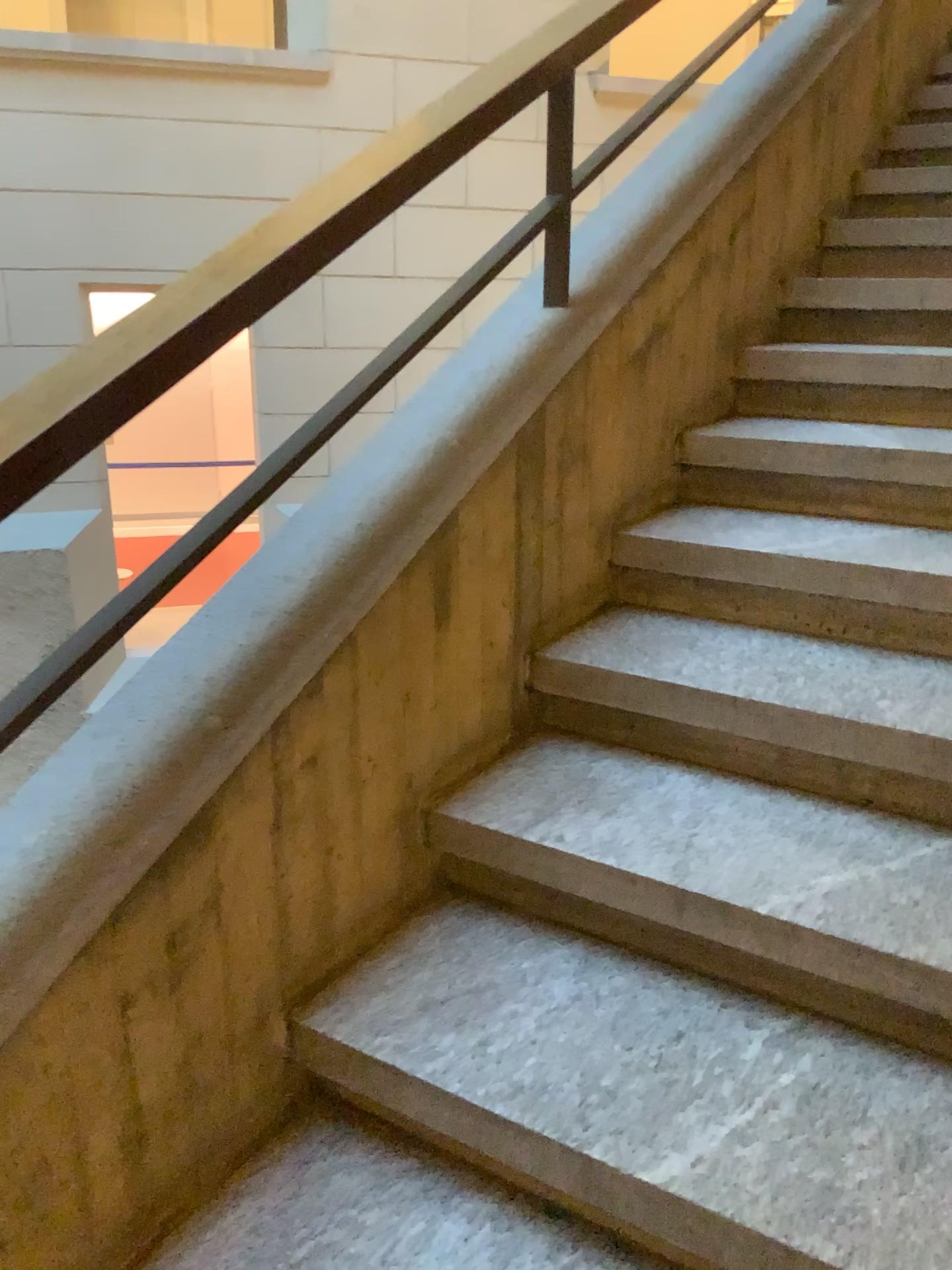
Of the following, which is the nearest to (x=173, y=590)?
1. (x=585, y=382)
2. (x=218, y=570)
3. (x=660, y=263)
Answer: (x=218, y=570)

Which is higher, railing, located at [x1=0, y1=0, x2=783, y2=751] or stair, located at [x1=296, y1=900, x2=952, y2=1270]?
railing, located at [x1=0, y1=0, x2=783, y2=751]

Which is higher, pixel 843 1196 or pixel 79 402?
pixel 79 402

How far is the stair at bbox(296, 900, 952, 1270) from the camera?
1.1 meters

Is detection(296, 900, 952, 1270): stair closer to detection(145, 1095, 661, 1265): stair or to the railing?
detection(145, 1095, 661, 1265): stair

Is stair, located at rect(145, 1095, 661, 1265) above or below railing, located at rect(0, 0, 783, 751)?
below

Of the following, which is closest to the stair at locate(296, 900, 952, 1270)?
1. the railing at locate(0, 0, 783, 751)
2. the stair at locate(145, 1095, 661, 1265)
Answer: the stair at locate(145, 1095, 661, 1265)

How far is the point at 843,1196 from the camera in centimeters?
109cm

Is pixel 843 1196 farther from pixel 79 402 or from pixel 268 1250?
pixel 79 402
